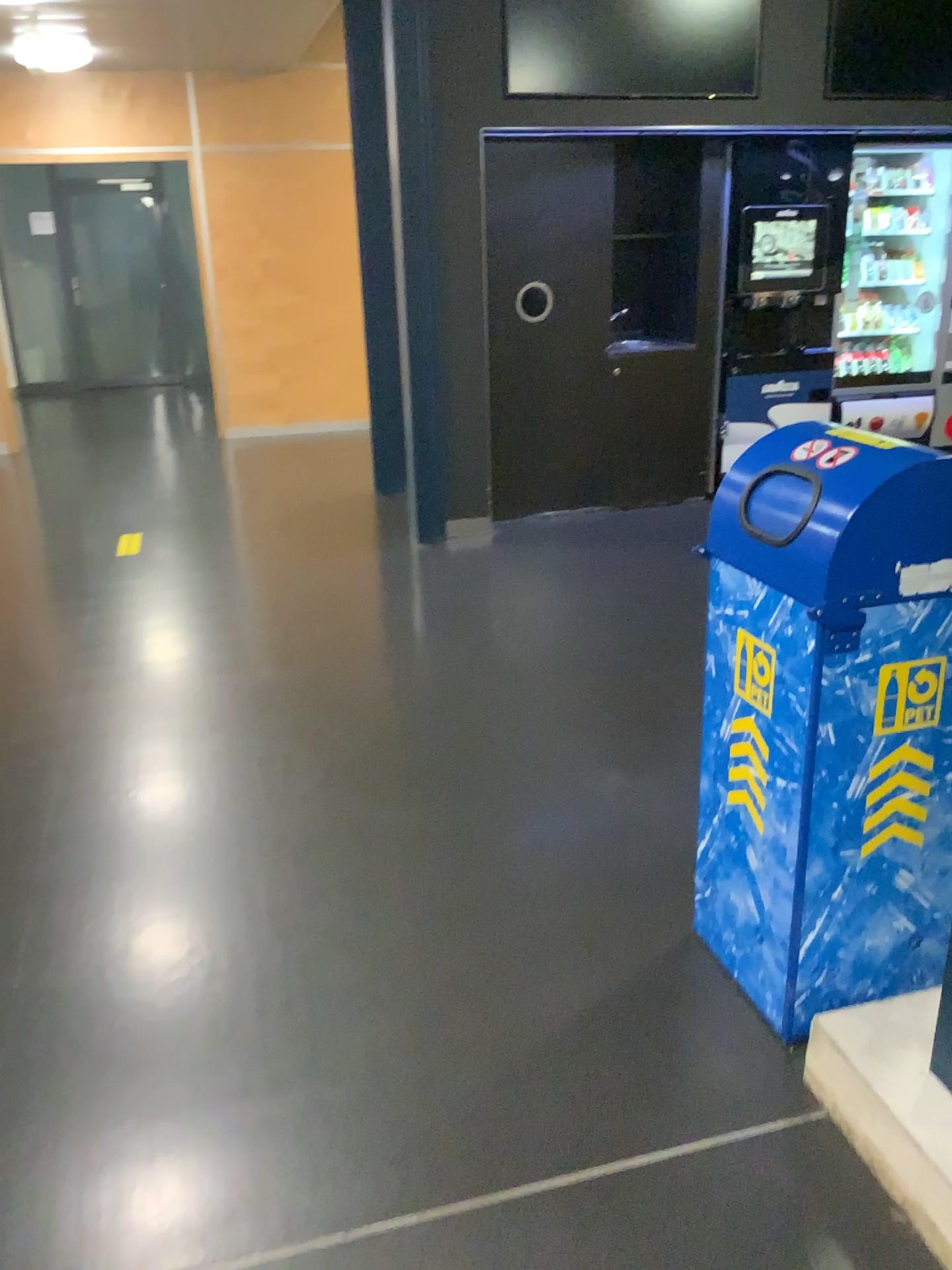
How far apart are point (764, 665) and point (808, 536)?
0.3m

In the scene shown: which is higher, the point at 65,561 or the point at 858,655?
the point at 858,655

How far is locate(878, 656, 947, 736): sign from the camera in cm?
175

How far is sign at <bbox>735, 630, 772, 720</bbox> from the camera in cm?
182

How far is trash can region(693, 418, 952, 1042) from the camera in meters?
1.7

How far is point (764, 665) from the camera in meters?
1.8

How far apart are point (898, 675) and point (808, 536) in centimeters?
29cm
